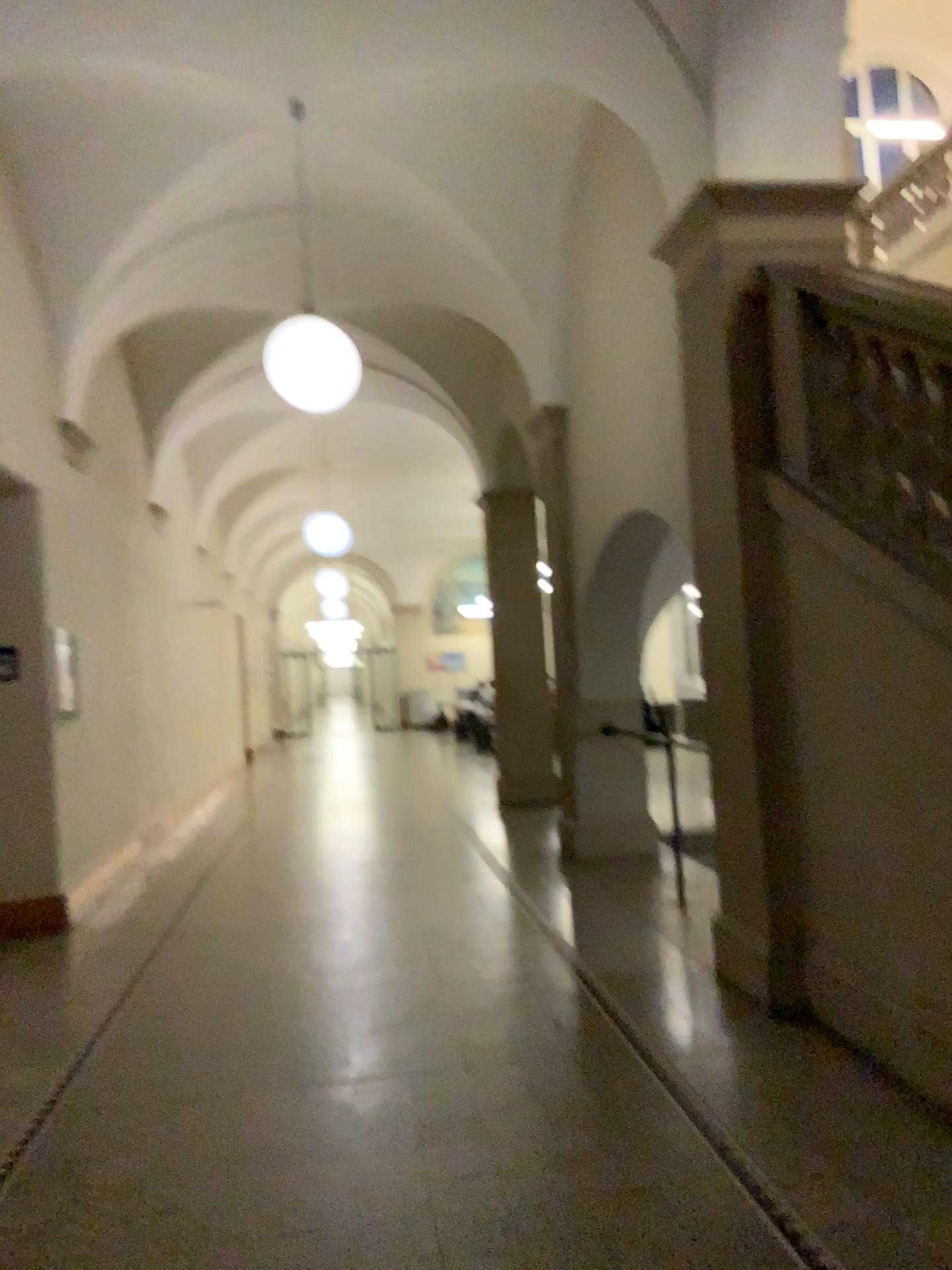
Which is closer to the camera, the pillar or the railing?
the railing

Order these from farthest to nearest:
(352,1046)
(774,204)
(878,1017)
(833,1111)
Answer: (774,204)
(352,1046)
(878,1017)
(833,1111)

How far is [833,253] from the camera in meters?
4.2 m

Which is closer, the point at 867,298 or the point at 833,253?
the point at 867,298

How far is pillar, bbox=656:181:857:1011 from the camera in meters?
4.2 m

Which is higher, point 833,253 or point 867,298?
point 833,253
